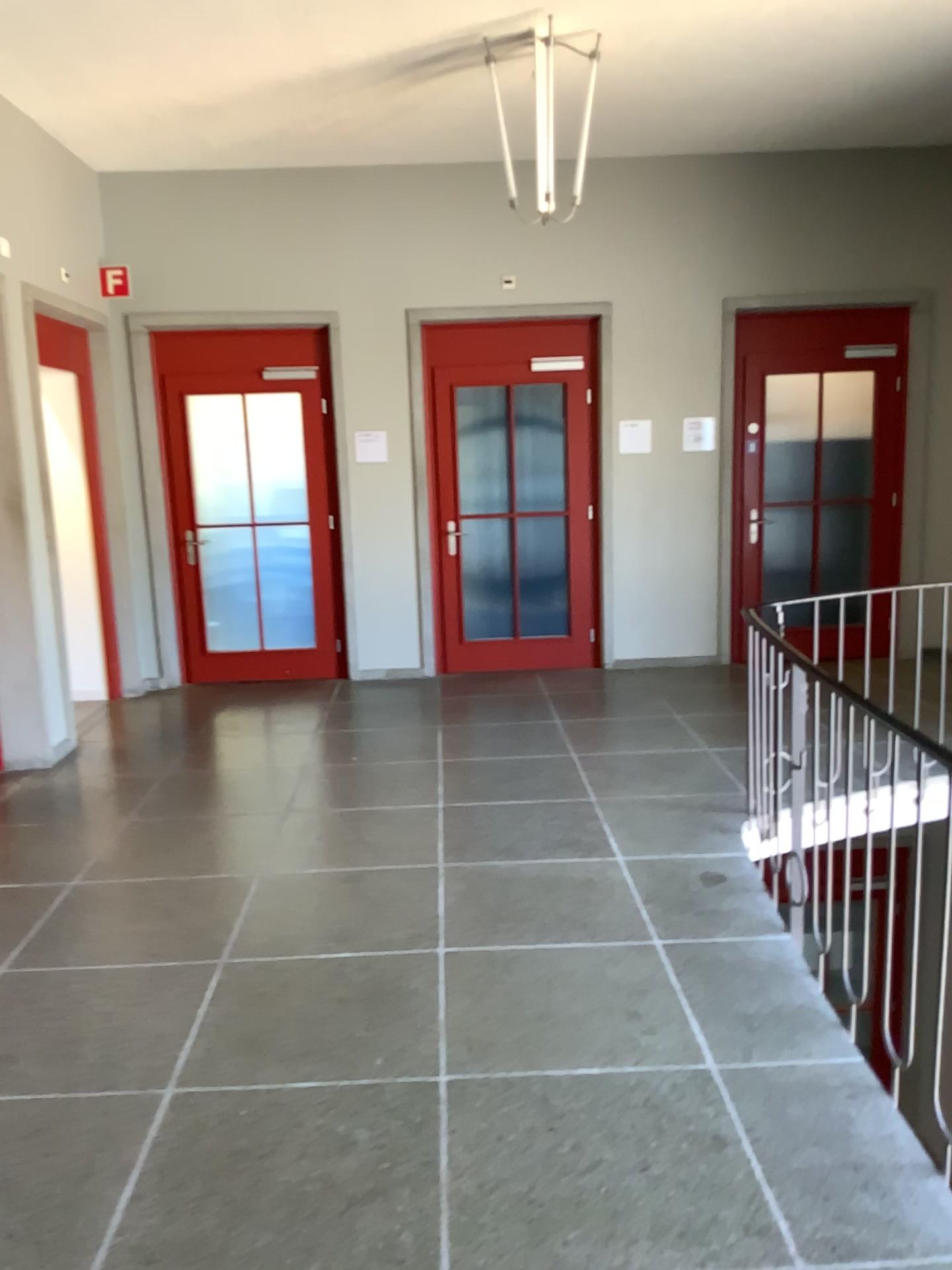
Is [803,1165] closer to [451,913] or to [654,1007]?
[654,1007]
